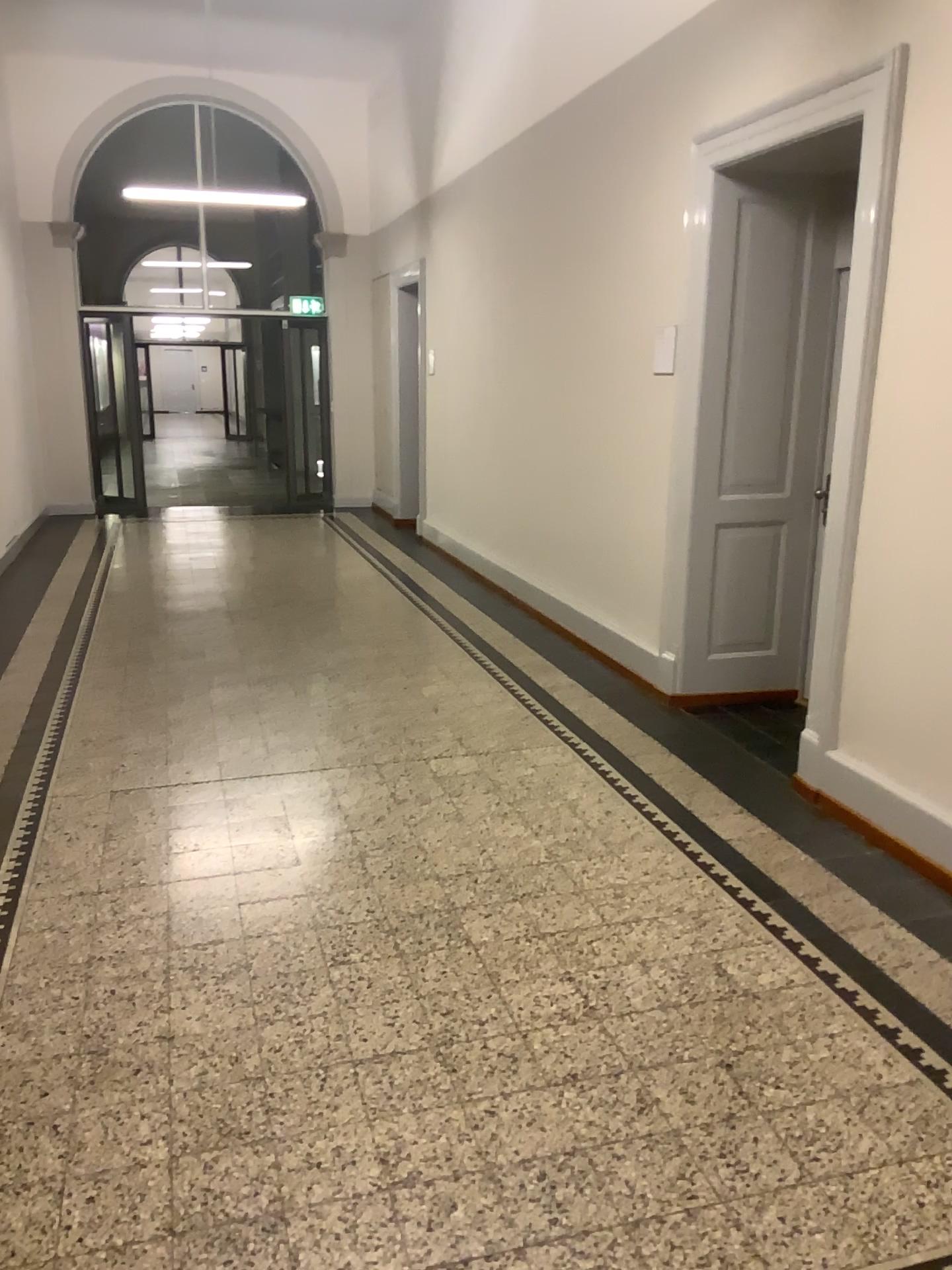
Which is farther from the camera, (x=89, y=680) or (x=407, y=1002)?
(x=89, y=680)

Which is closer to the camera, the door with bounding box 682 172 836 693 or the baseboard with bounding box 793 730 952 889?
the baseboard with bounding box 793 730 952 889

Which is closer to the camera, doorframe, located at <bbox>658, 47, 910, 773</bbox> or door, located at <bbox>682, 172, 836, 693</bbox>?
doorframe, located at <bbox>658, 47, 910, 773</bbox>

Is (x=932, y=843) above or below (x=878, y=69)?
below

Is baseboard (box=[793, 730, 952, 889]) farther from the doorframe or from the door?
the door

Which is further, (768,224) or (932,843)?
(768,224)

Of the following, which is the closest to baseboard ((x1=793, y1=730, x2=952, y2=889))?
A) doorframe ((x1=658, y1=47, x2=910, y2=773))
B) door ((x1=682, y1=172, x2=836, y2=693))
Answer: doorframe ((x1=658, y1=47, x2=910, y2=773))

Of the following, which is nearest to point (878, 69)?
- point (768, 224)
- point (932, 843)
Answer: point (768, 224)
